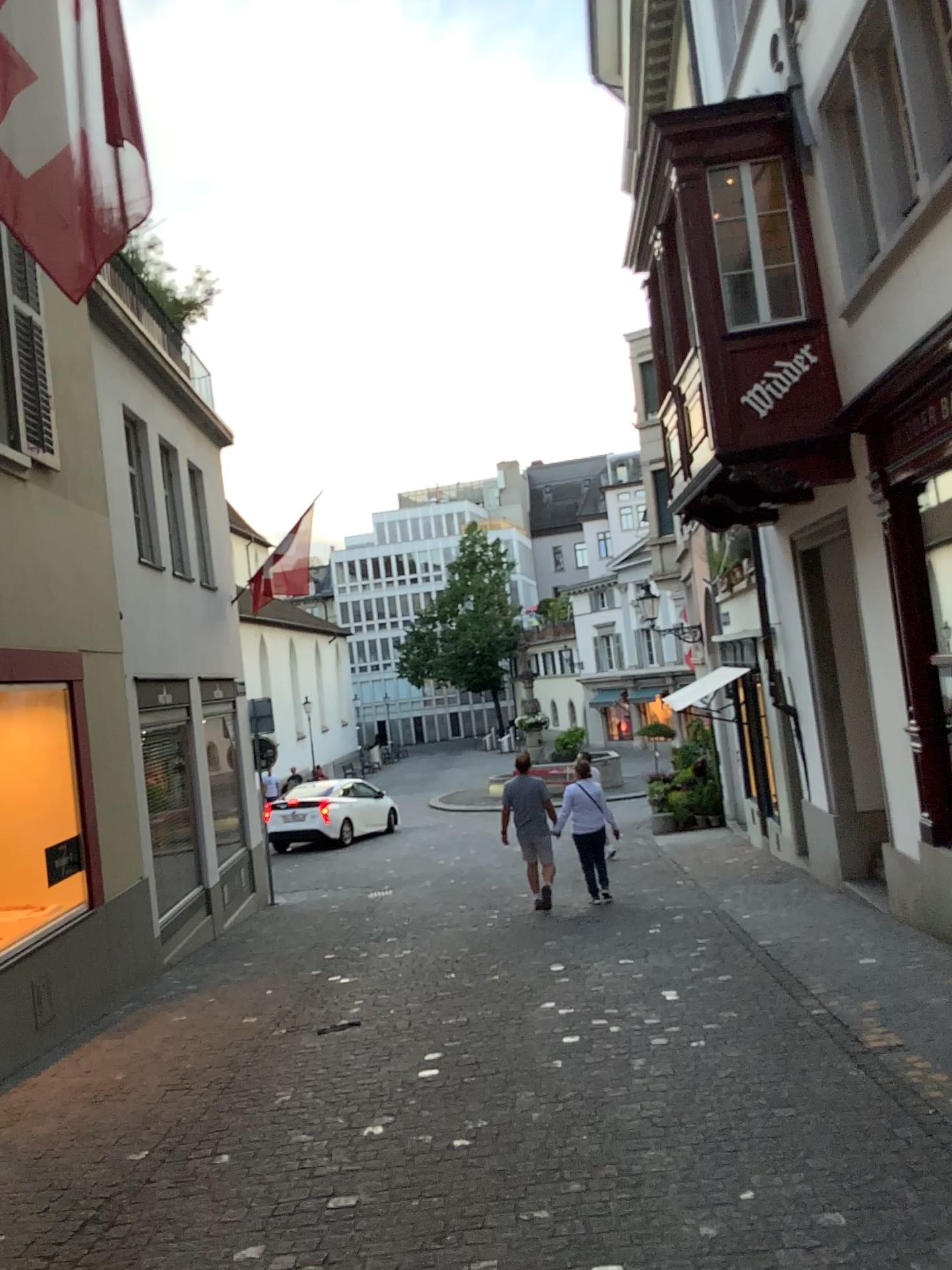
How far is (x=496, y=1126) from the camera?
4.2m
